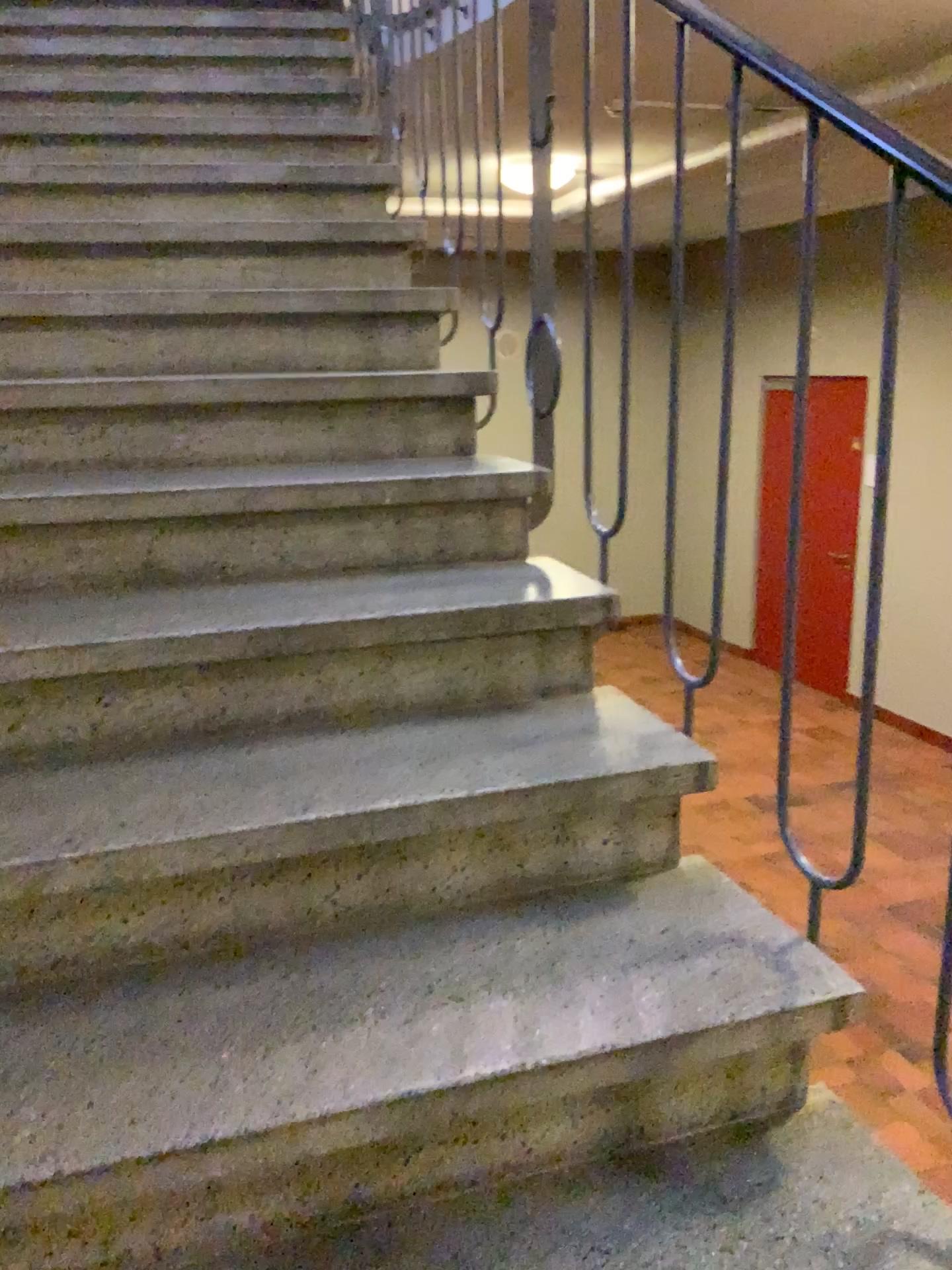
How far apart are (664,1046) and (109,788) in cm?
75
